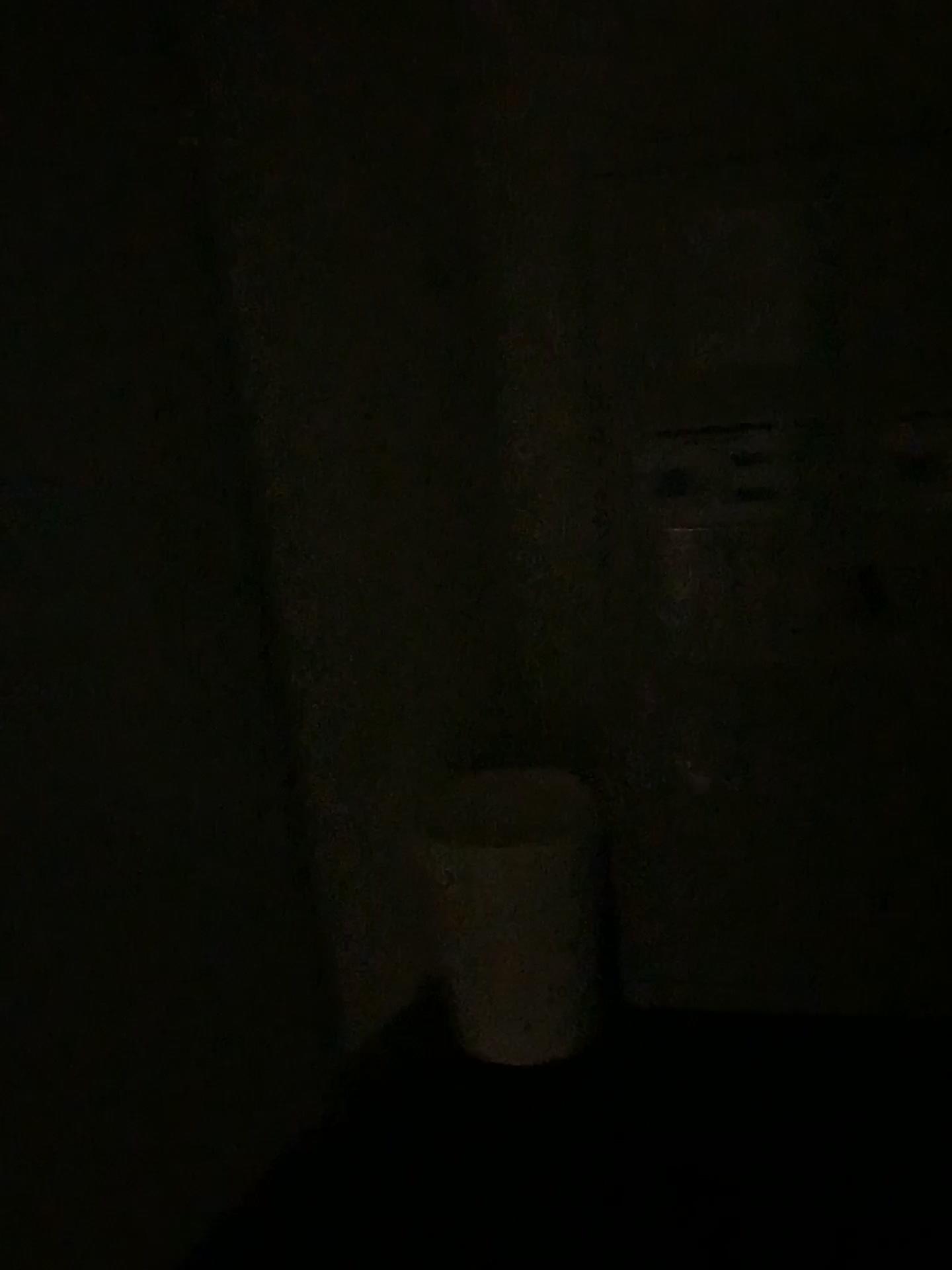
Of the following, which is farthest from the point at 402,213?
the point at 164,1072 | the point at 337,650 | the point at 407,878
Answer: the point at 164,1072
